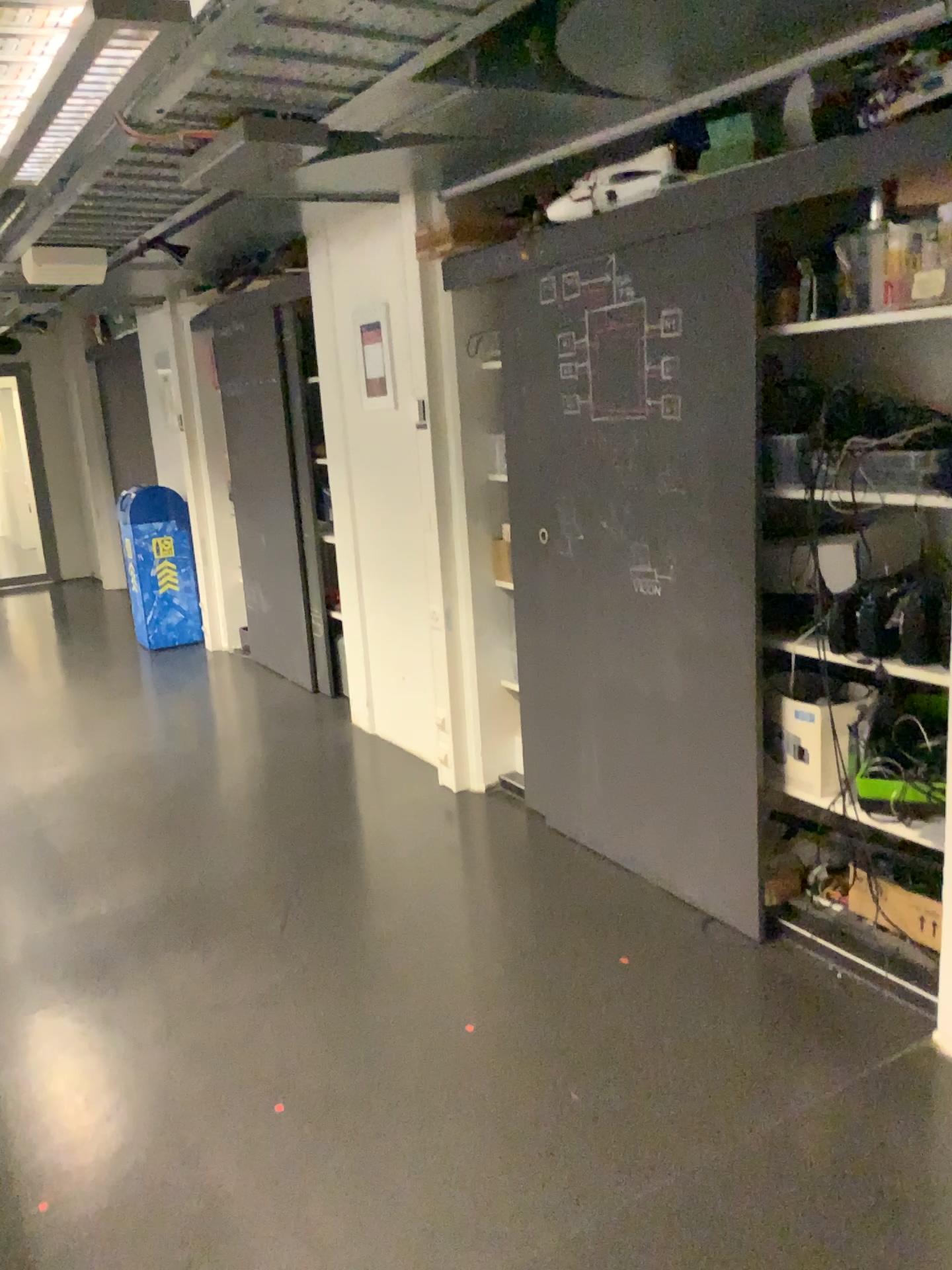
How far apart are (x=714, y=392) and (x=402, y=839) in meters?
1.9 m

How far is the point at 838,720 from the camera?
2.7m

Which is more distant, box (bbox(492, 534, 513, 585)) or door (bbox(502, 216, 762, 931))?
box (bbox(492, 534, 513, 585))

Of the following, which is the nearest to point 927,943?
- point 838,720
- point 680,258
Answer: point 838,720

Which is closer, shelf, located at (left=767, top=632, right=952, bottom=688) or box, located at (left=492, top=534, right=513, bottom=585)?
shelf, located at (left=767, top=632, right=952, bottom=688)

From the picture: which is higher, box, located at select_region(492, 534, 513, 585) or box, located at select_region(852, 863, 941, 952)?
box, located at select_region(492, 534, 513, 585)

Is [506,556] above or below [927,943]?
above

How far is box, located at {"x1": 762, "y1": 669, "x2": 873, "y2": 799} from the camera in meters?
2.7 m

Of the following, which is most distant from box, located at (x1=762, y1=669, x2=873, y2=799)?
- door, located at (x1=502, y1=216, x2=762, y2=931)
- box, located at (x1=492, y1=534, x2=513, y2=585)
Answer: box, located at (x1=492, y1=534, x2=513, y2=585)

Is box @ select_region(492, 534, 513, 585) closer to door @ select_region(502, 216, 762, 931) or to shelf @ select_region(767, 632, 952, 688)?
door @ select_region(502, 216, 762, 931)
